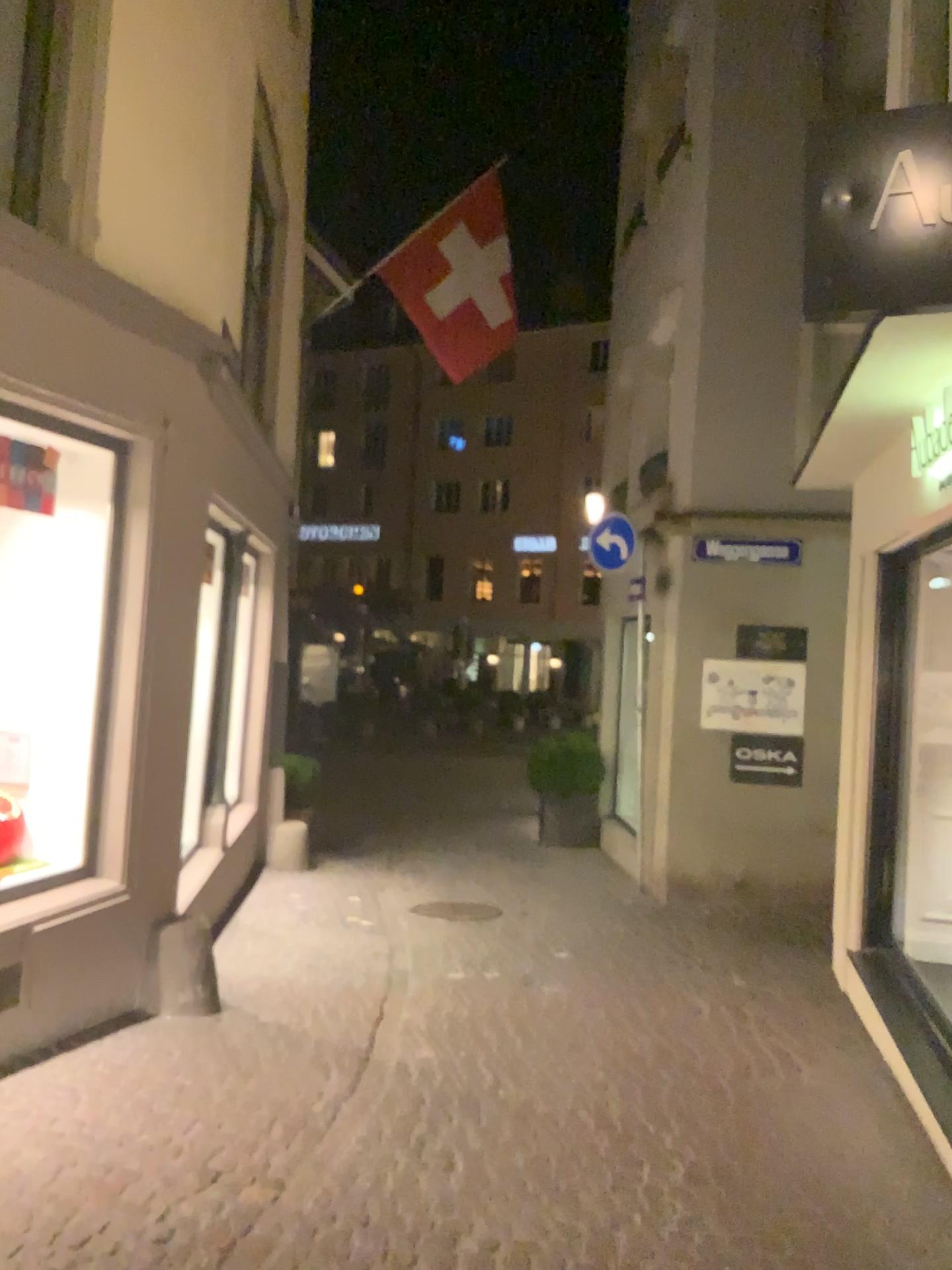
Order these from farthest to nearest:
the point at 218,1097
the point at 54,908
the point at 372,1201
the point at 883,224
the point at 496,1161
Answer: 1. the point at 54,908
2. the point at 218,1097
3. the point at 496,1161
4. the point at 372,1201
5. the point at 883,224
